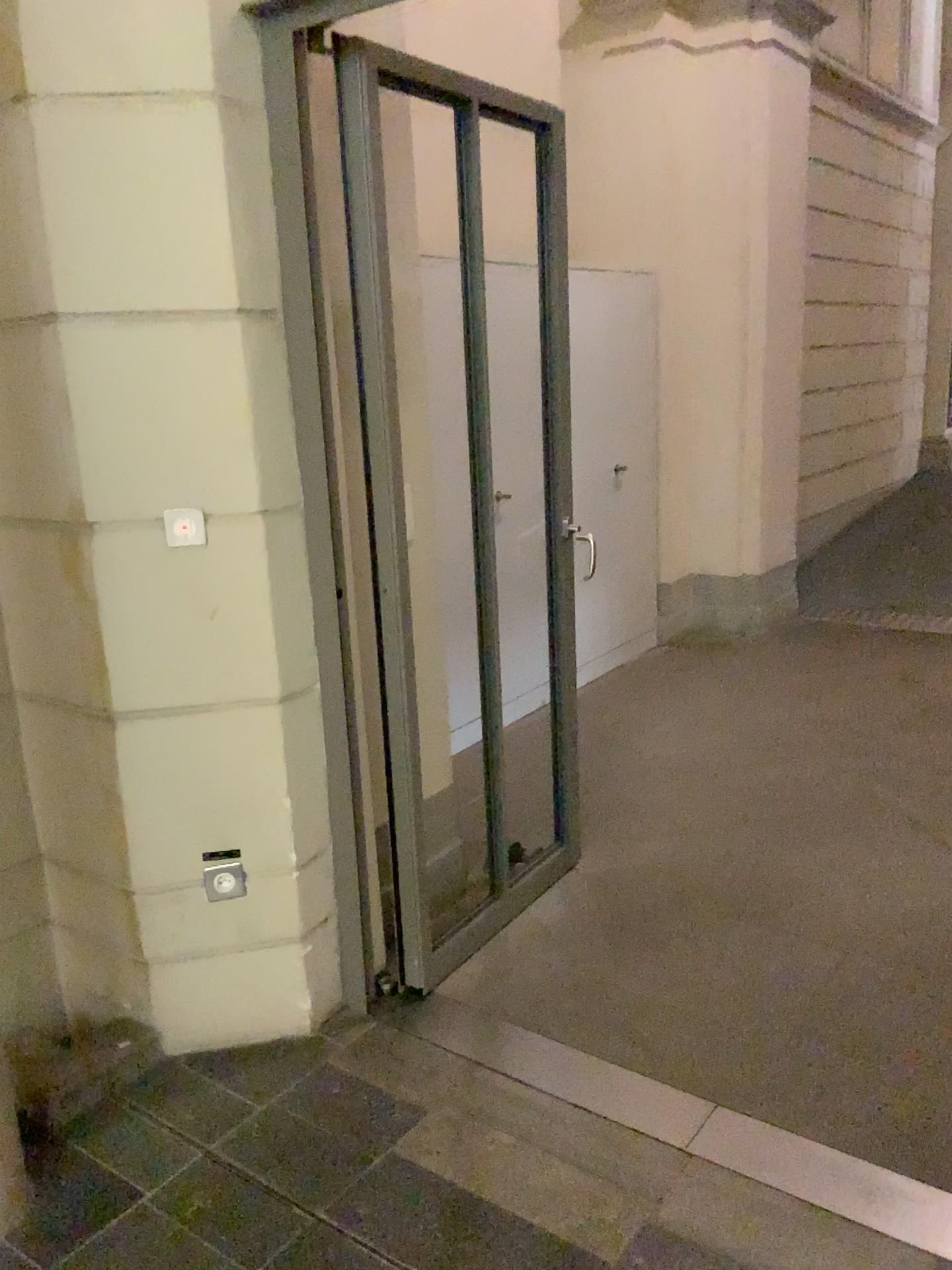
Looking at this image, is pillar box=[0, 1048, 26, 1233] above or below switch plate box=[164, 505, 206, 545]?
below

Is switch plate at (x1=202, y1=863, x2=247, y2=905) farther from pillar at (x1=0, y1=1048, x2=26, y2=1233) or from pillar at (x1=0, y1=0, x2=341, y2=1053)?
pillar at (x1=0, y1=1048, x2=26, y2=1233)

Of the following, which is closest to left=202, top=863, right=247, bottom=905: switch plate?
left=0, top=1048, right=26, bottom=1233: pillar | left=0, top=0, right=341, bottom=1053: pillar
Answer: left=0, top=0, right=341, bottom=1053: pillar

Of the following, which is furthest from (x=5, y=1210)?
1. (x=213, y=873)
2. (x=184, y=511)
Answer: (x=184, y=511)

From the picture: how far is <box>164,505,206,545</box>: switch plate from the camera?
2.14m

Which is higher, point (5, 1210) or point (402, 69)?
point (402, 69)

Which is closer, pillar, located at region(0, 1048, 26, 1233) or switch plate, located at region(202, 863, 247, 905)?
pillar, located at region(0, 1048, 26, 1233)

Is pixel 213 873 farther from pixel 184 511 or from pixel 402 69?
pixel 402 69

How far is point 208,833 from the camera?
2.3m
